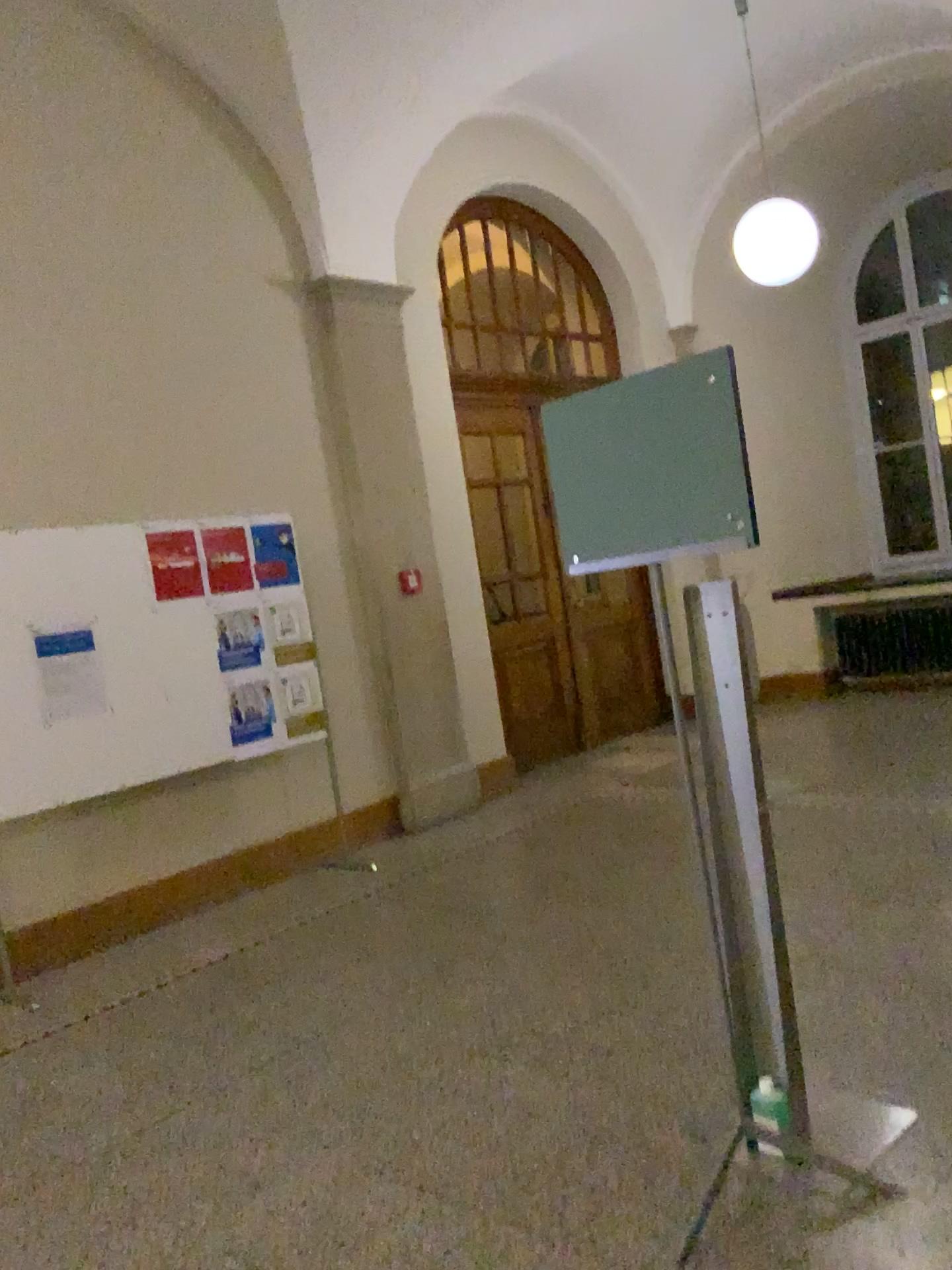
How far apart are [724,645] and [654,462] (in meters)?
0.49

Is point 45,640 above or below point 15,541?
below

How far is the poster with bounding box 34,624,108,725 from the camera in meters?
4.5 m

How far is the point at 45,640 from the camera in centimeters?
454cm
